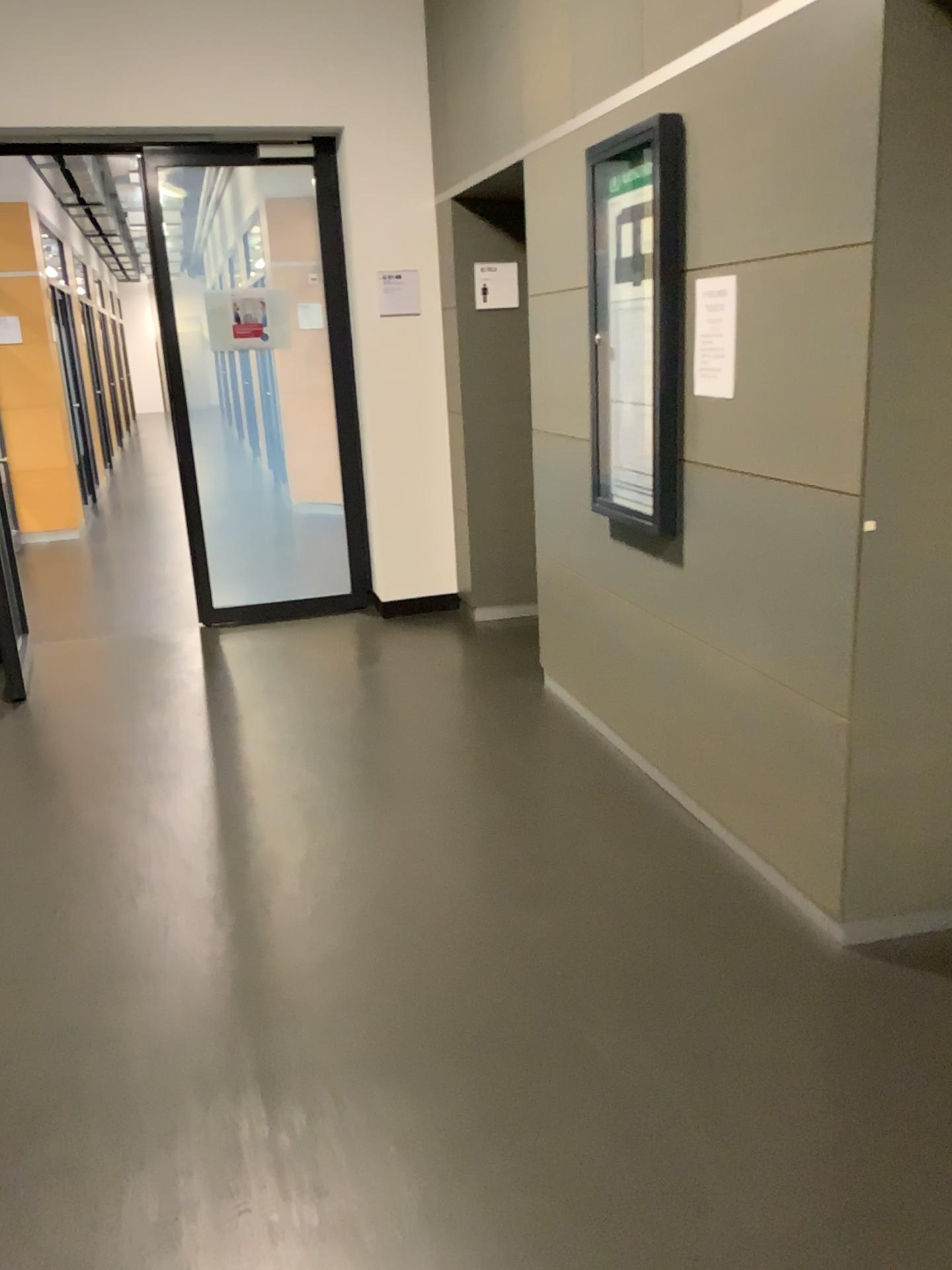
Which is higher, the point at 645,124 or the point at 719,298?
the point at 645,124

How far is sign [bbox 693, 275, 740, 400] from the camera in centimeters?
268cm

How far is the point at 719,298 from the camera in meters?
2.7 m

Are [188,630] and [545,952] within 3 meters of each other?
no
